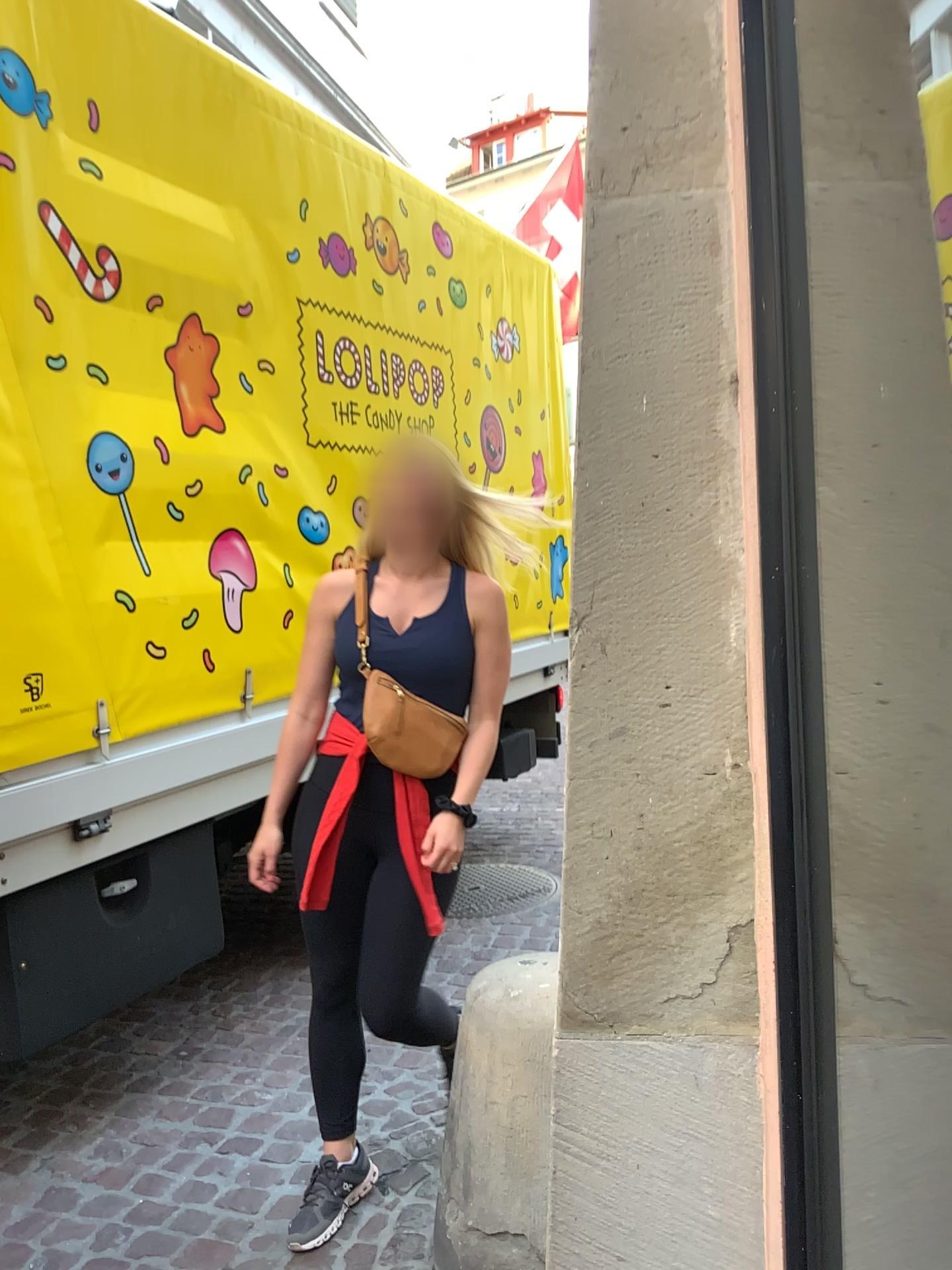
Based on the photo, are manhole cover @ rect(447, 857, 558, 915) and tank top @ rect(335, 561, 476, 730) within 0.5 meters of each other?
no

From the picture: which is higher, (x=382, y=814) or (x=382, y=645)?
(x=382, y=645)

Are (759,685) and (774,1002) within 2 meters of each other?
yes

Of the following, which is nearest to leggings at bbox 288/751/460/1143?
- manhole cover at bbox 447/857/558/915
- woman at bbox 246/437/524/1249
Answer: woman at bbox 246/437/524/1249

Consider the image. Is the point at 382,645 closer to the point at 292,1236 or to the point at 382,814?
the point at 382,814

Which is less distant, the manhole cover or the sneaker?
the sneaker

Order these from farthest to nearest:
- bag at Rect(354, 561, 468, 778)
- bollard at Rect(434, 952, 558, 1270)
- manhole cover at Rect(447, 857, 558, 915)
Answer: manhole cover at Rect(447, 857, 558, 915) → bag at Rect(354, 561, 468, 778) → bollard at Rect(434, 952, 558, 1270)

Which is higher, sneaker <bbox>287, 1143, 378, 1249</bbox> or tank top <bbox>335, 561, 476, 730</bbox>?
tank top <bbox>335, 561, 476, 730</bbox>

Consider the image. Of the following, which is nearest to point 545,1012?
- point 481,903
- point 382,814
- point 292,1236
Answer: point 382,814

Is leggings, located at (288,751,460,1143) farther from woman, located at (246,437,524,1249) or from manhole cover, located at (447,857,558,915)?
manhole cover, located at (447,857,558,915)
